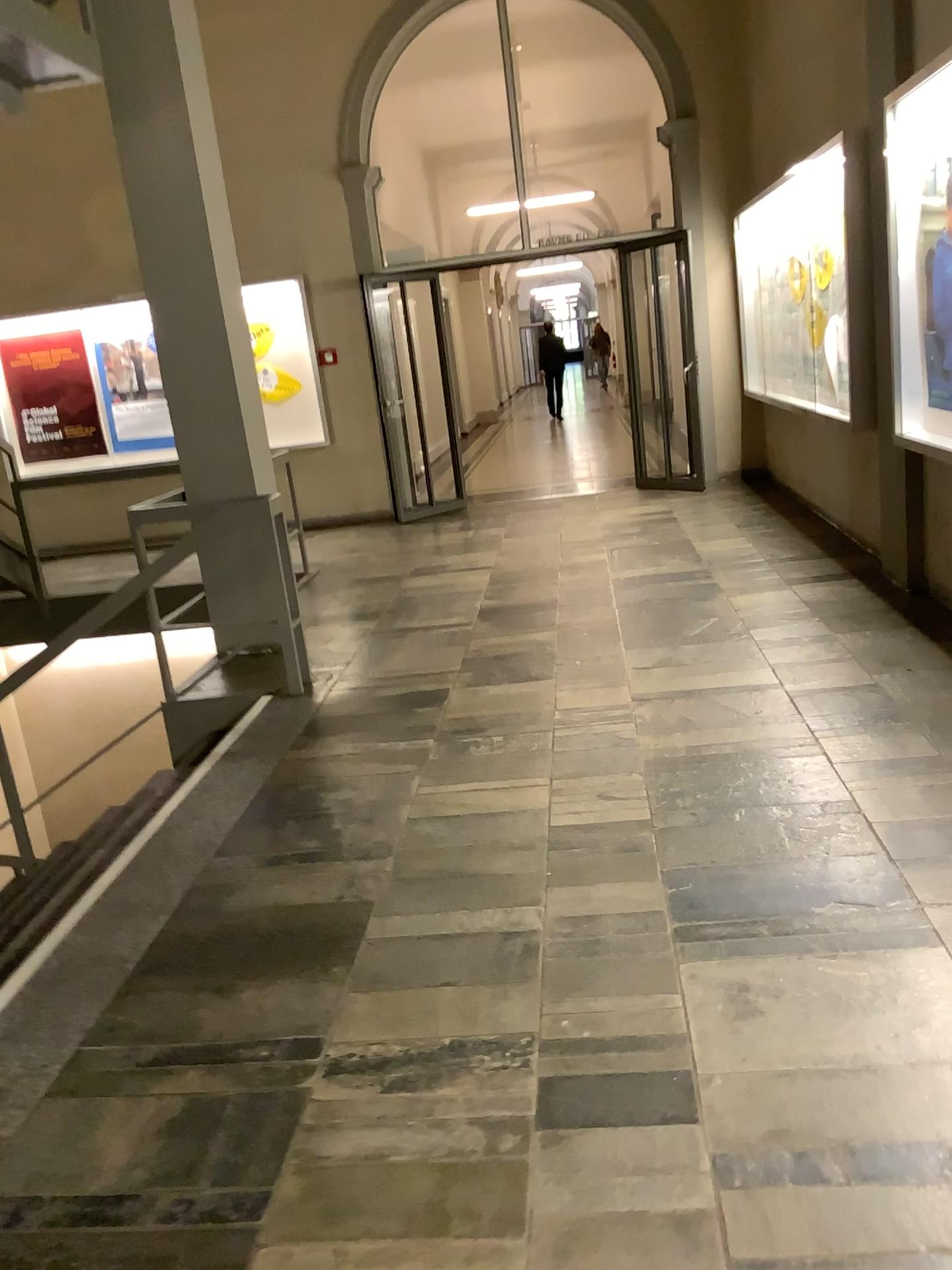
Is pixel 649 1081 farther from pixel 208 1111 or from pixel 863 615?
pixel 863 615
